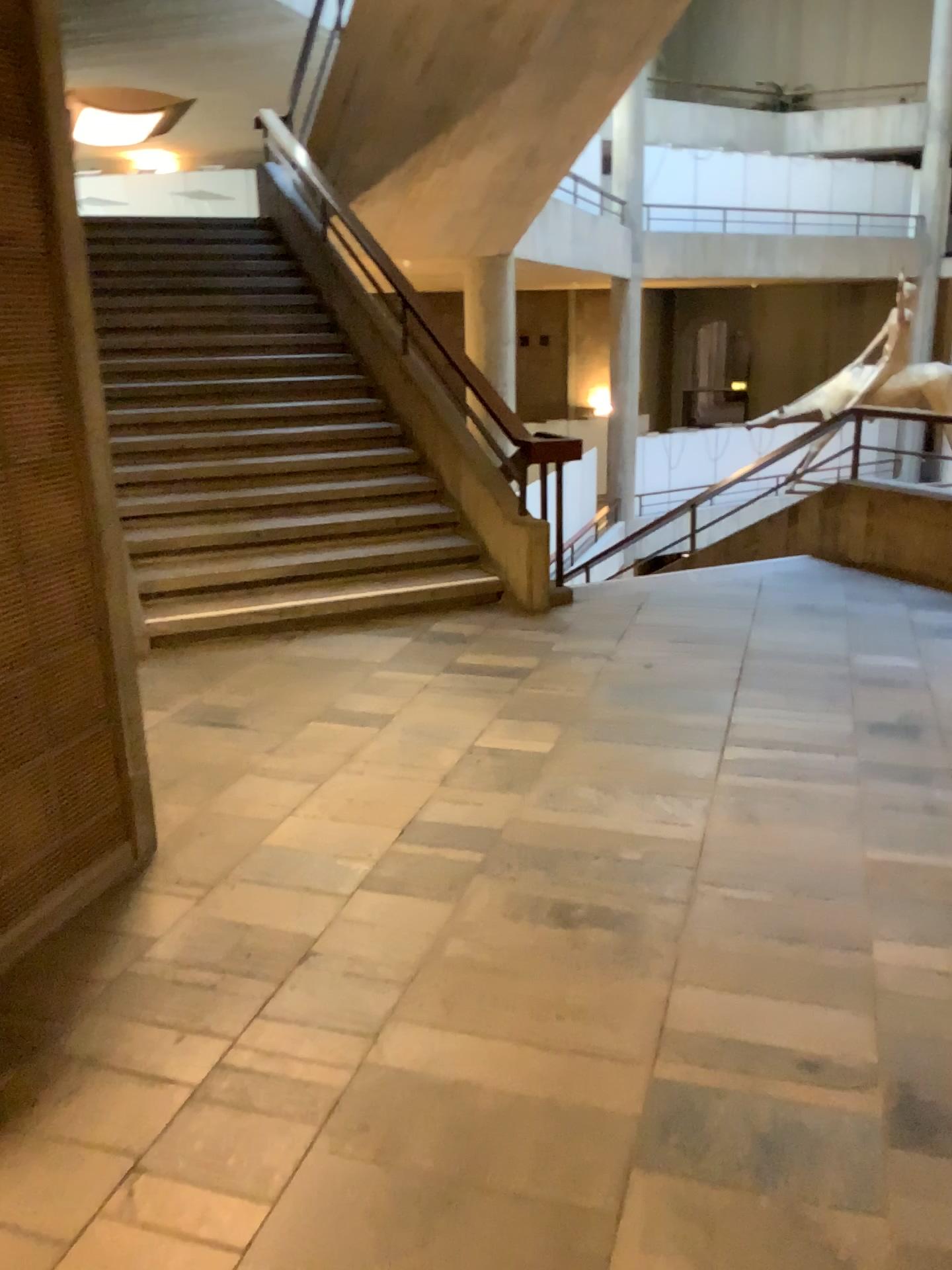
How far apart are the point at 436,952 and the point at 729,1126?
0.9 meters
